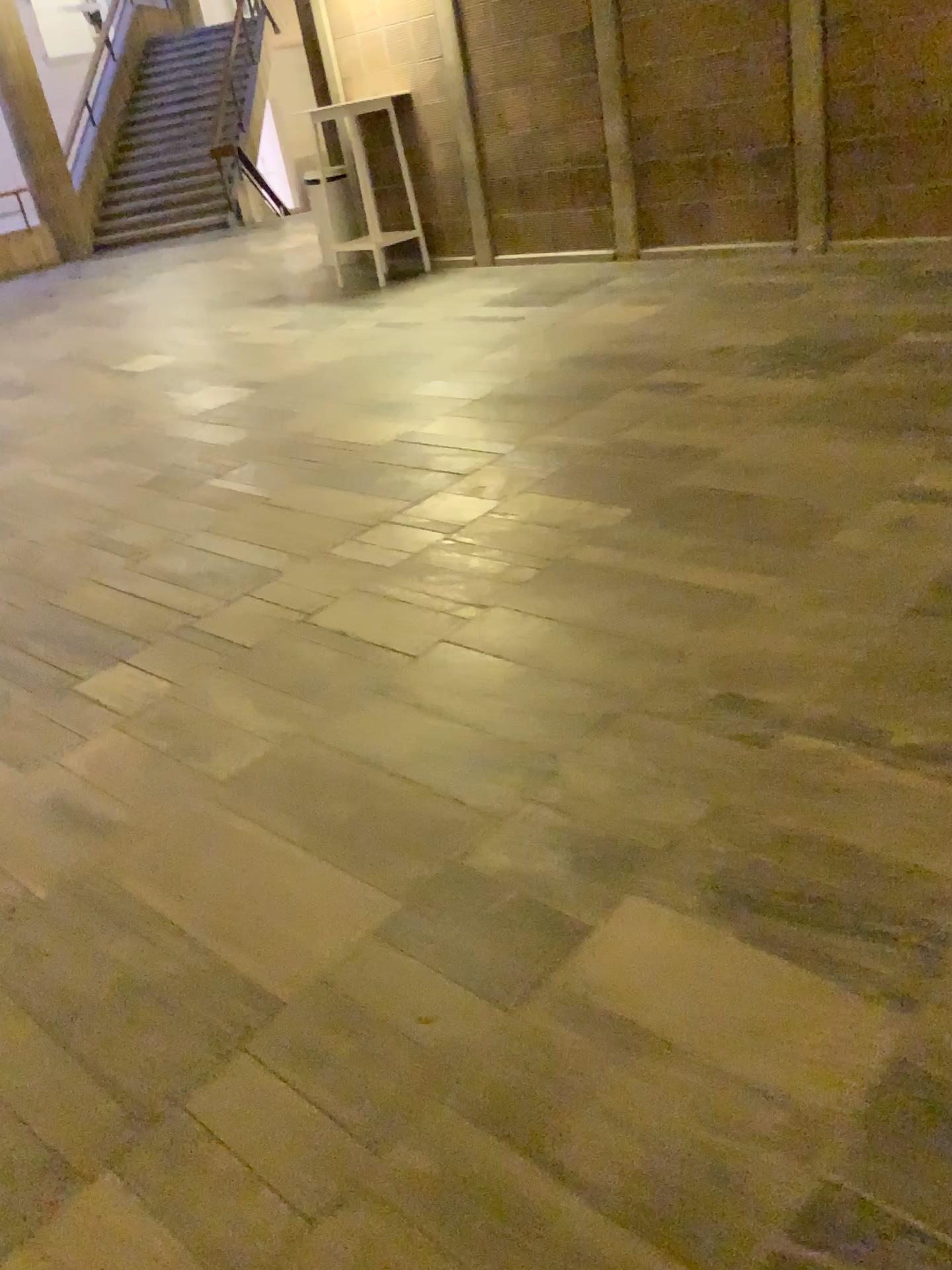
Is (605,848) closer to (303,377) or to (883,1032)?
(883,1032)
